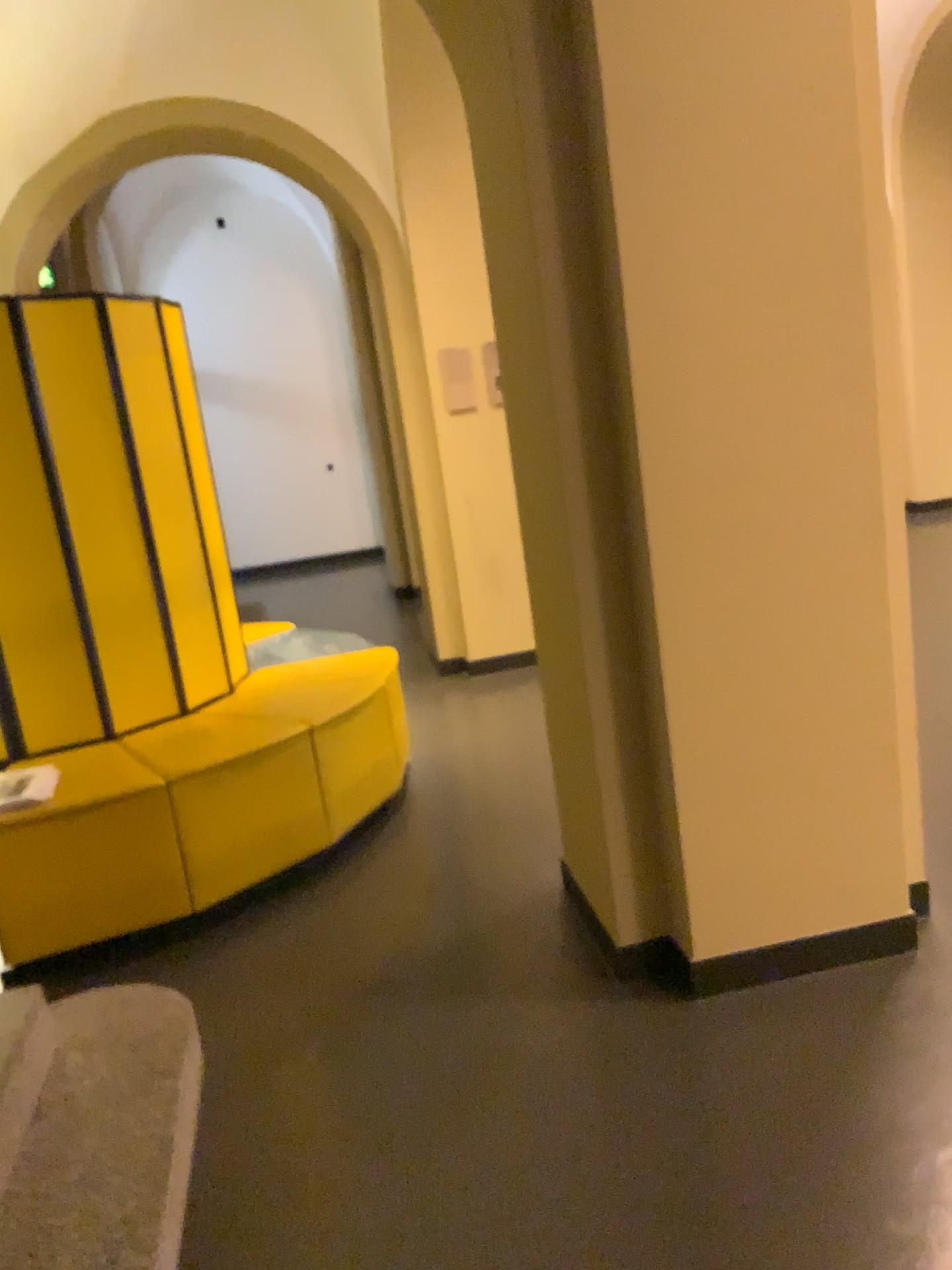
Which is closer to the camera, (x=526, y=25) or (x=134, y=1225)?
(x=134, y=1225)

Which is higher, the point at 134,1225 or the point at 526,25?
the point at 526,25

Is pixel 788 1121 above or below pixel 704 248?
below

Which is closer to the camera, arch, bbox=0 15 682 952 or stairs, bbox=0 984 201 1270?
stairs, bbox=0 984 201 1270
